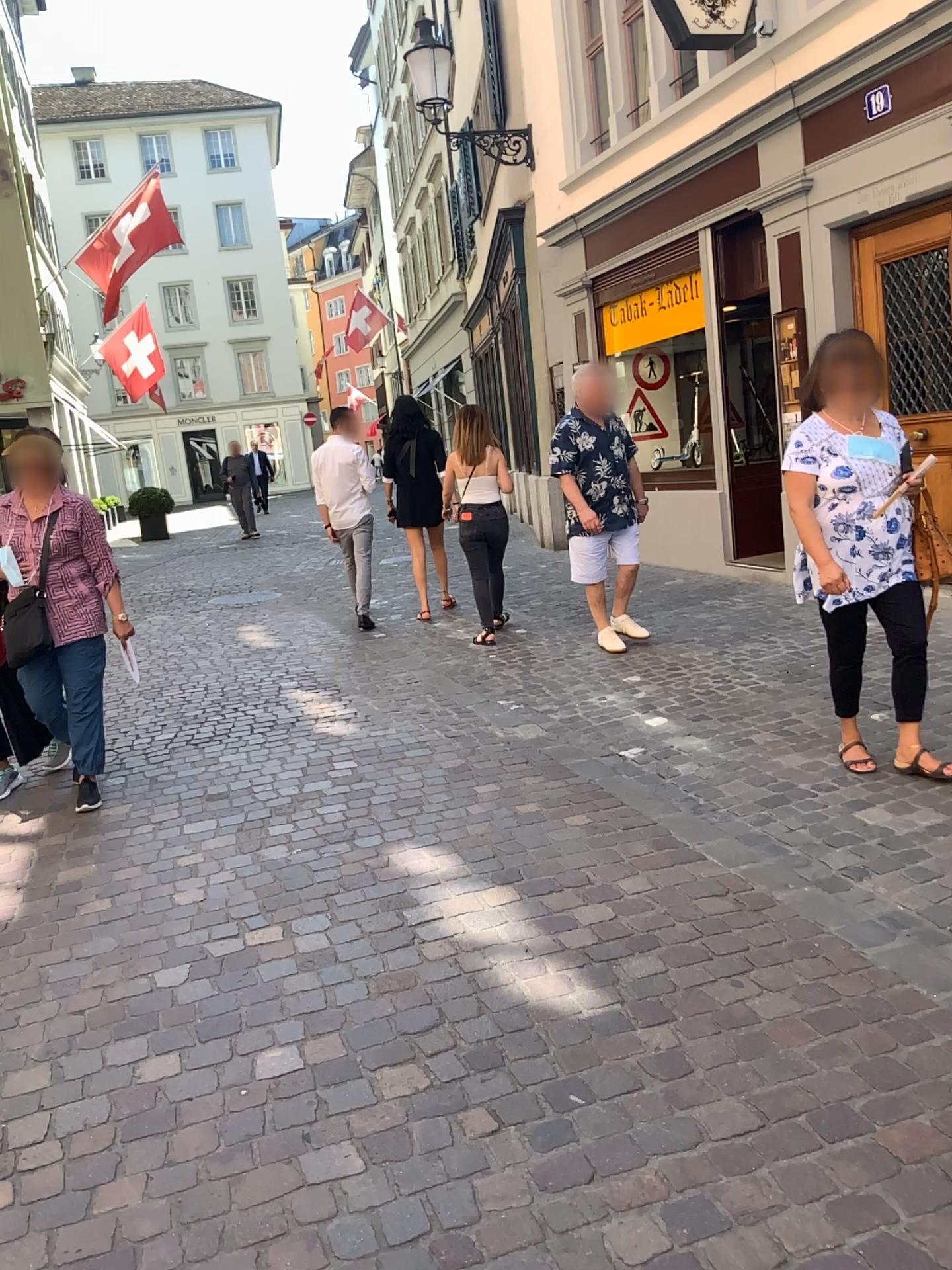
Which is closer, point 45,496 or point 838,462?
point 838,462

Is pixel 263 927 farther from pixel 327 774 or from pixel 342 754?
pixel 342 754

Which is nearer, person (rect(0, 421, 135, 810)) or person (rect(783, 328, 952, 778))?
person (rect(783, 328, 952, 778))
